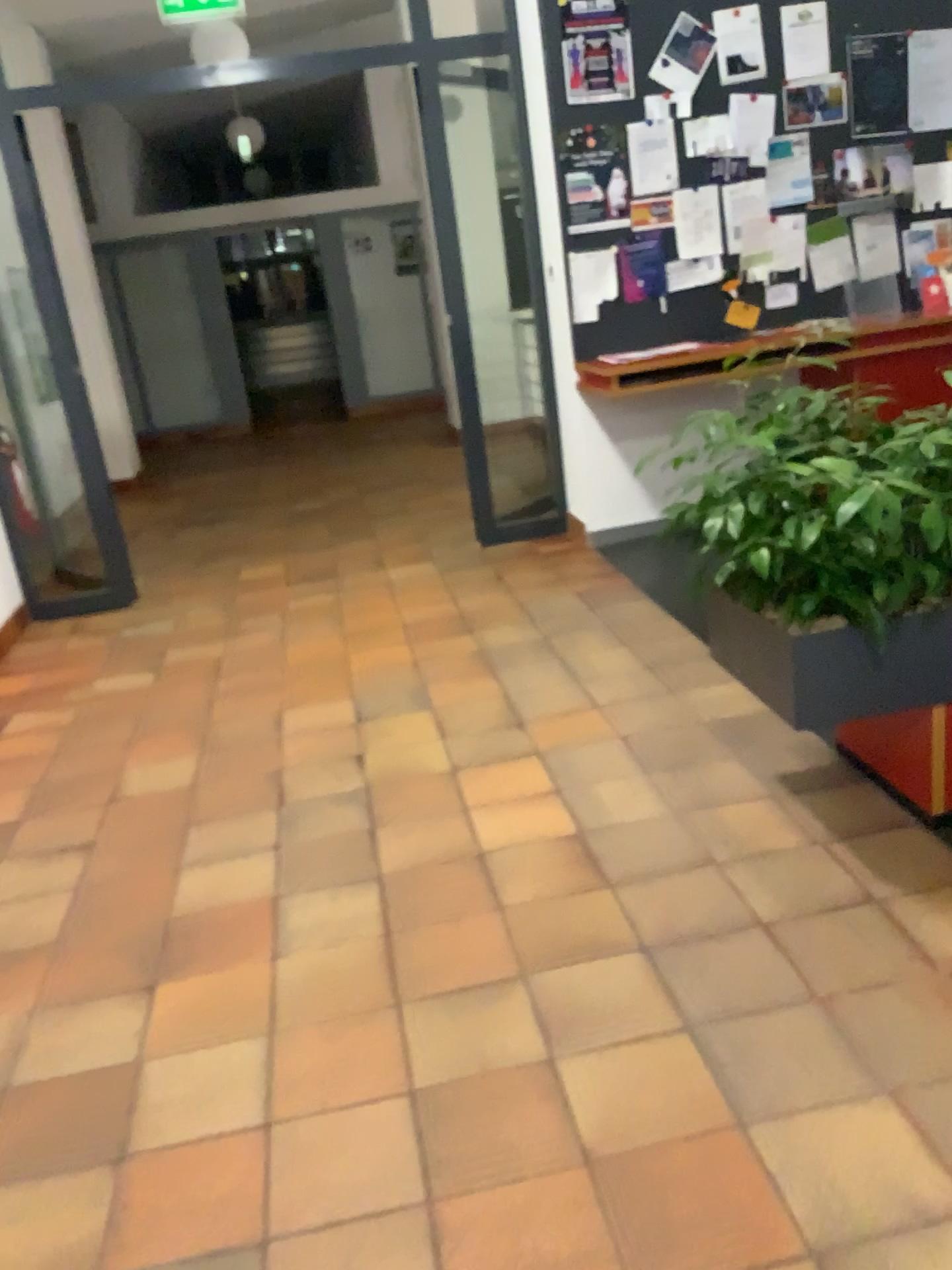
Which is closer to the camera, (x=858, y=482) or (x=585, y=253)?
(x=858, y=482)

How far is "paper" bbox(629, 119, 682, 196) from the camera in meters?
4.7 m

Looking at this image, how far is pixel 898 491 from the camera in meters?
2.1

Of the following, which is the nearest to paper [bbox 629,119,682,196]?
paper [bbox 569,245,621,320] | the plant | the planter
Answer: paper [bbox 569,245,621,320]

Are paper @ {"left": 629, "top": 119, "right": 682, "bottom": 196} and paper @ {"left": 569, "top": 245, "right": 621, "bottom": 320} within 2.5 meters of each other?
yes

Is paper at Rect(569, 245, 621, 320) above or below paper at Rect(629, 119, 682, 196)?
below

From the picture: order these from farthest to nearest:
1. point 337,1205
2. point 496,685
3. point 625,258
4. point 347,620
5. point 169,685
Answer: point 625,258, point 347,620, point 169,685, point 496,685, point 337,1205

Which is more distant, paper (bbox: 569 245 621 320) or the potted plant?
paper (bbox: 569 245 621 320)

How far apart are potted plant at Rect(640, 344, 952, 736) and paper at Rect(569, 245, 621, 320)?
2.6 meters

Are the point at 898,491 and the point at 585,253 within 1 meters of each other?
no
